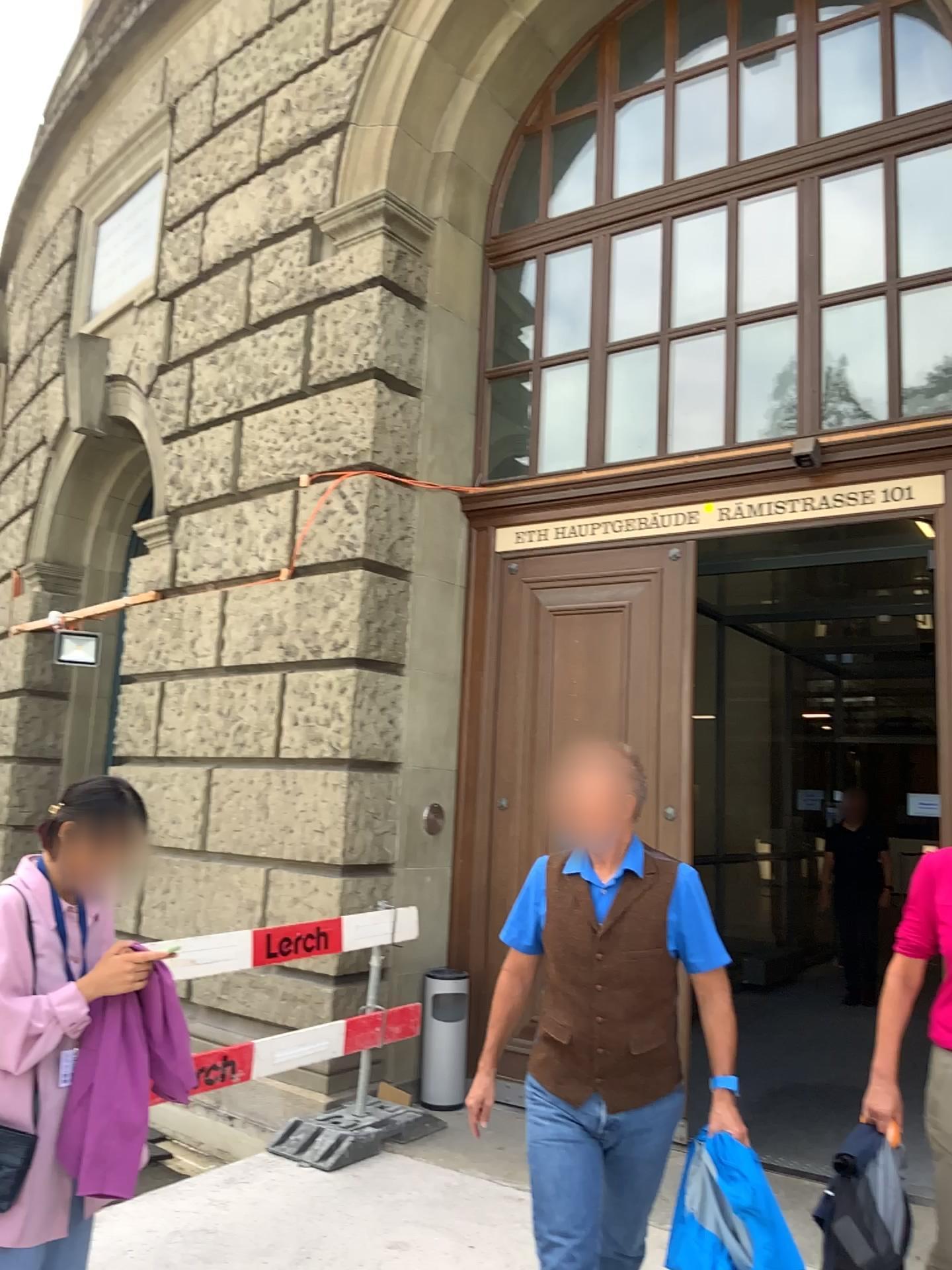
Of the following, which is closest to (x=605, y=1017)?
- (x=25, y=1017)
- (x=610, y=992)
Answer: (x=610, y=992)

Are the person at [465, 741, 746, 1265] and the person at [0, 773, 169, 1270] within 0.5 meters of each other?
no

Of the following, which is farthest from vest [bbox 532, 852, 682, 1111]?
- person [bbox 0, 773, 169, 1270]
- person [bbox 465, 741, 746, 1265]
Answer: person [bbox 0, 773, 169, 1270]

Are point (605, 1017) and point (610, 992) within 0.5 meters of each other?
yes

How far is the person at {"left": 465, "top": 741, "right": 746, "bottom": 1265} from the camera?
2.62m

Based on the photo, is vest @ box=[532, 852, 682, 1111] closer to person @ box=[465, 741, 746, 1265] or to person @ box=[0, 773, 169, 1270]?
person @ box=[465, 741, 746, 1265]

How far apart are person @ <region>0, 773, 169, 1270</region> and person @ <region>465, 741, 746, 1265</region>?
1.0m

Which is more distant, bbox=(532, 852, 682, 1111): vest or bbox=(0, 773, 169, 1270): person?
bbox=(532, 852, 682, 1111): vest

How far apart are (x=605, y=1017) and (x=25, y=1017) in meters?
1.3

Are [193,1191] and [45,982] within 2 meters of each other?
no
